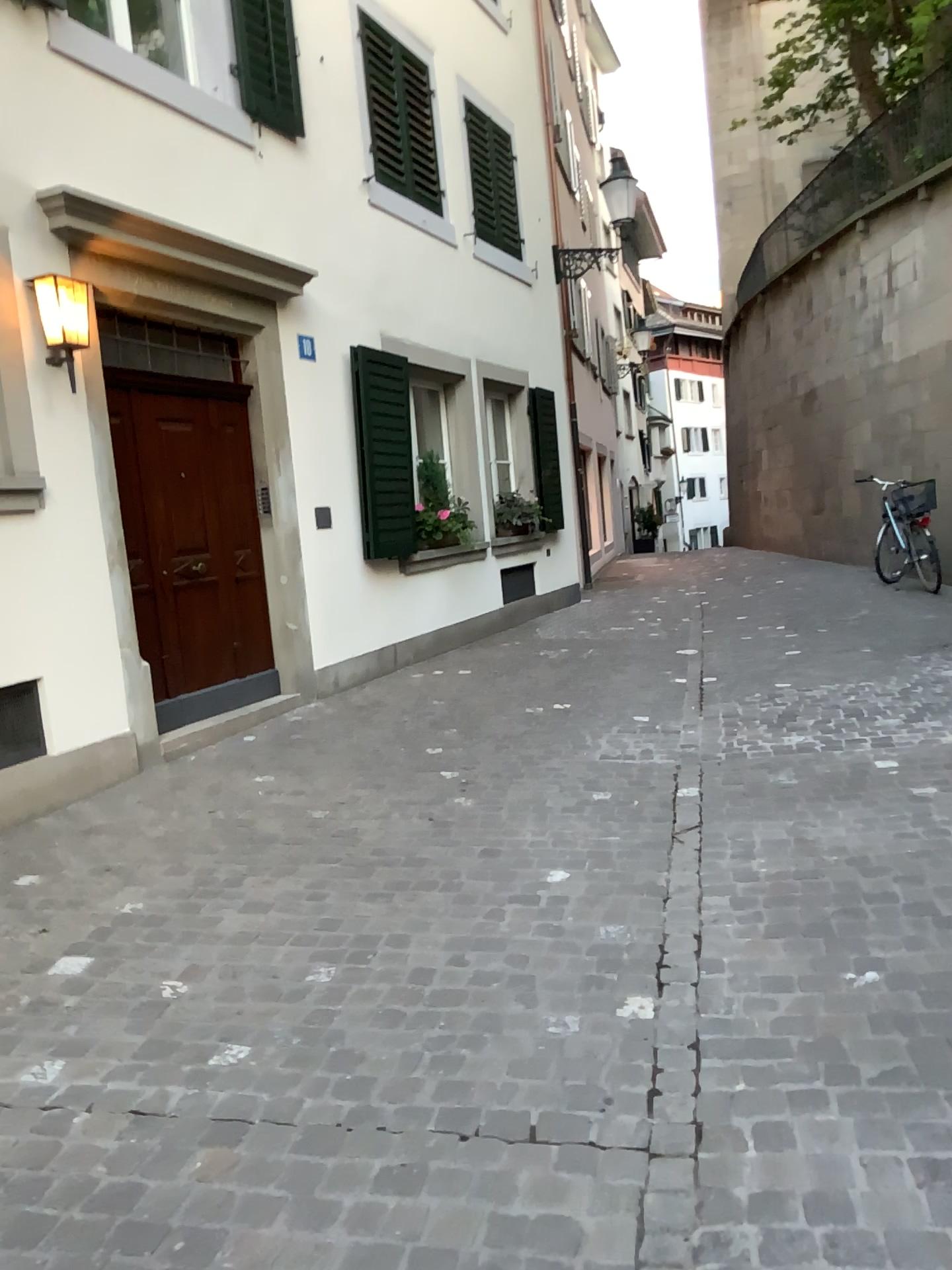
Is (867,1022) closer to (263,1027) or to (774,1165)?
(774,1165)
